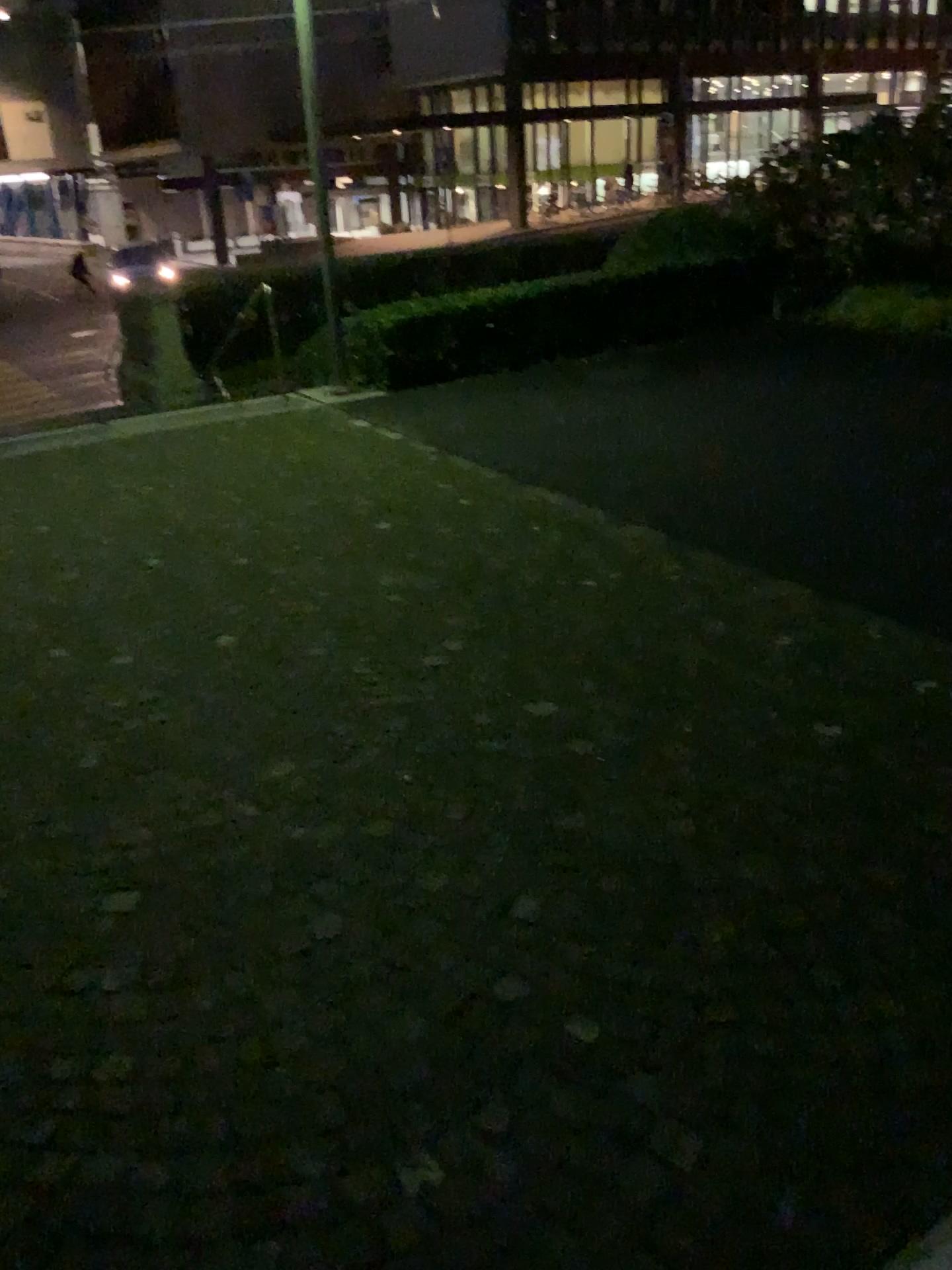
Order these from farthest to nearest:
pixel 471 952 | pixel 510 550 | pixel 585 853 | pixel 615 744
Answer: pixel 510 550, pixel 615 744, pixel 585 853, pixel 471 952
